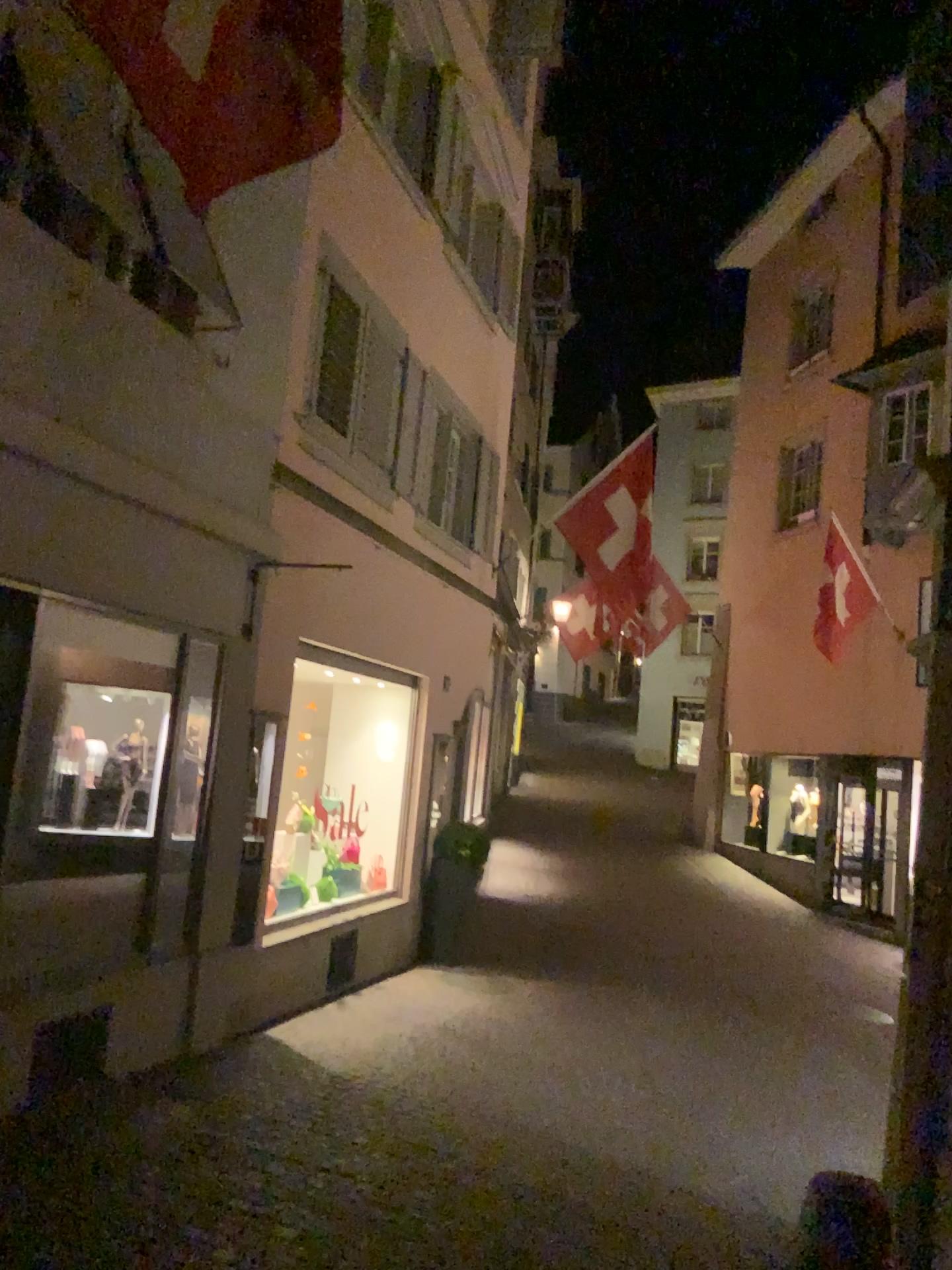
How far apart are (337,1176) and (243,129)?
4.2m
